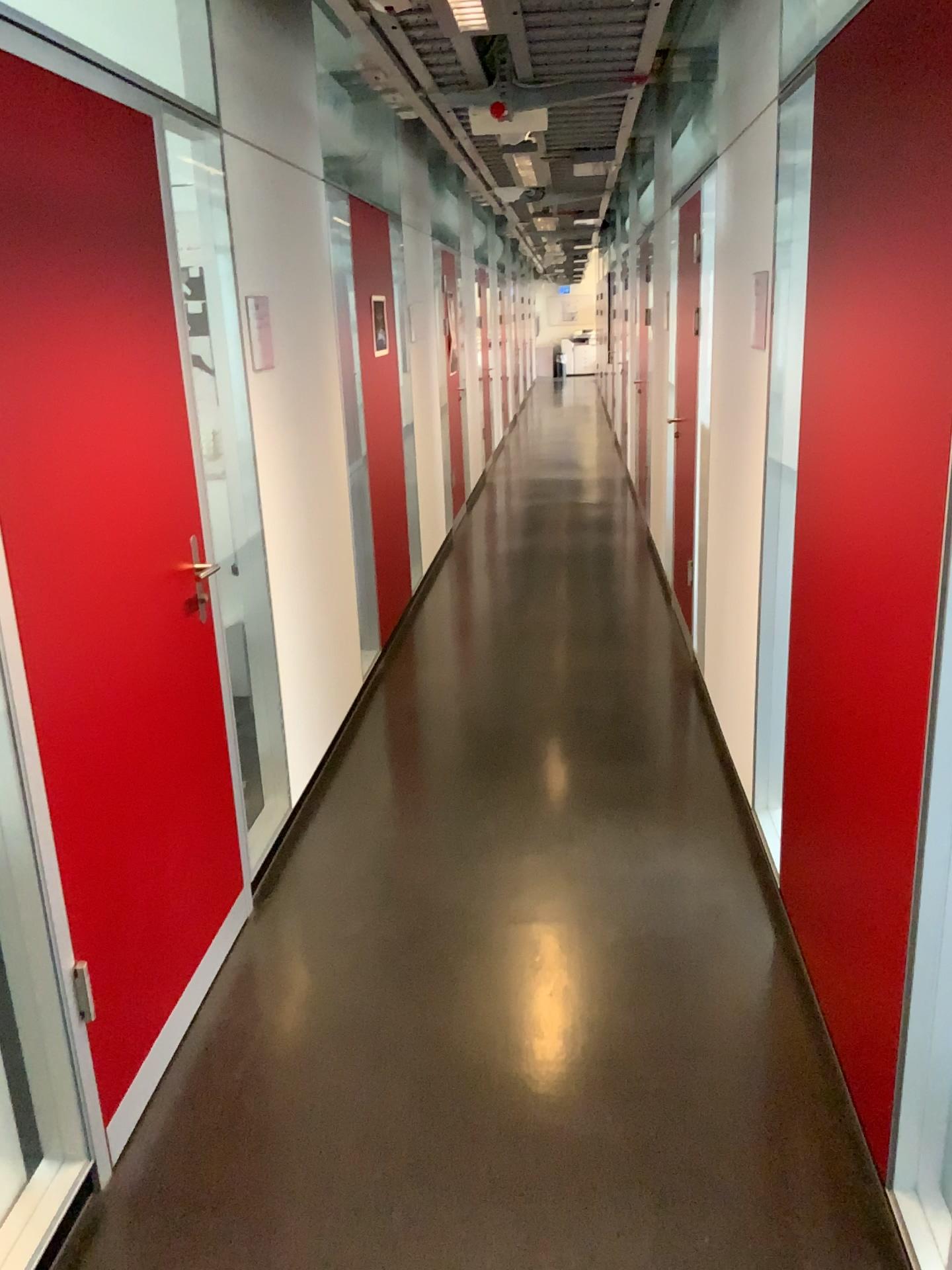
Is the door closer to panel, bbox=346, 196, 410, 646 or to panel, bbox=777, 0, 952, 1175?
panel, bbox=777, 0, 952, 1175

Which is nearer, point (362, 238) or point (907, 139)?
point (907, 139)

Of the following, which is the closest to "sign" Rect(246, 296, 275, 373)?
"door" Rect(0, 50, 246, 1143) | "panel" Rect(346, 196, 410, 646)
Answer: "door" Rect(0, 50, 246, 1143)

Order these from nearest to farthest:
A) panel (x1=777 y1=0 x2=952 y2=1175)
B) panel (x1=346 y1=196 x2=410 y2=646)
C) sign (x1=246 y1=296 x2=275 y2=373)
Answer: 1. panel (x1=777 y1=0 x2=952 y2=1175)
2. sign (x1=246 y1=296 x2=275 y2=373)
3. panel (x1=346 y1=196 x2=410 y2=646)

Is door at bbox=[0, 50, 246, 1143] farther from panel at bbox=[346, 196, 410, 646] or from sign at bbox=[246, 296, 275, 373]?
panel at bbox=[346, 196, 410, 646]

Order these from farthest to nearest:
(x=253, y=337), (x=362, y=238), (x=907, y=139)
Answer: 1. (x=362, y=238)
2. (x=253, y=337)
3. (x=907, y=139)

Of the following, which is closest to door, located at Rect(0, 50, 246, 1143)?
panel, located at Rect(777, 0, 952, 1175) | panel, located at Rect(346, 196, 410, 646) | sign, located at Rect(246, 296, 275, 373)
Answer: sign, located at Rect(246, 296, 275, 373)

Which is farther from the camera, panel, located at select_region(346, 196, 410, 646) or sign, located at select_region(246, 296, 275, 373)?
panel, located at select_region(346, 196, 410, 646)

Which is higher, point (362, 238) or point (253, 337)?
point (362, 238)

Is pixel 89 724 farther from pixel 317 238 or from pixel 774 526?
pixel 317 238
